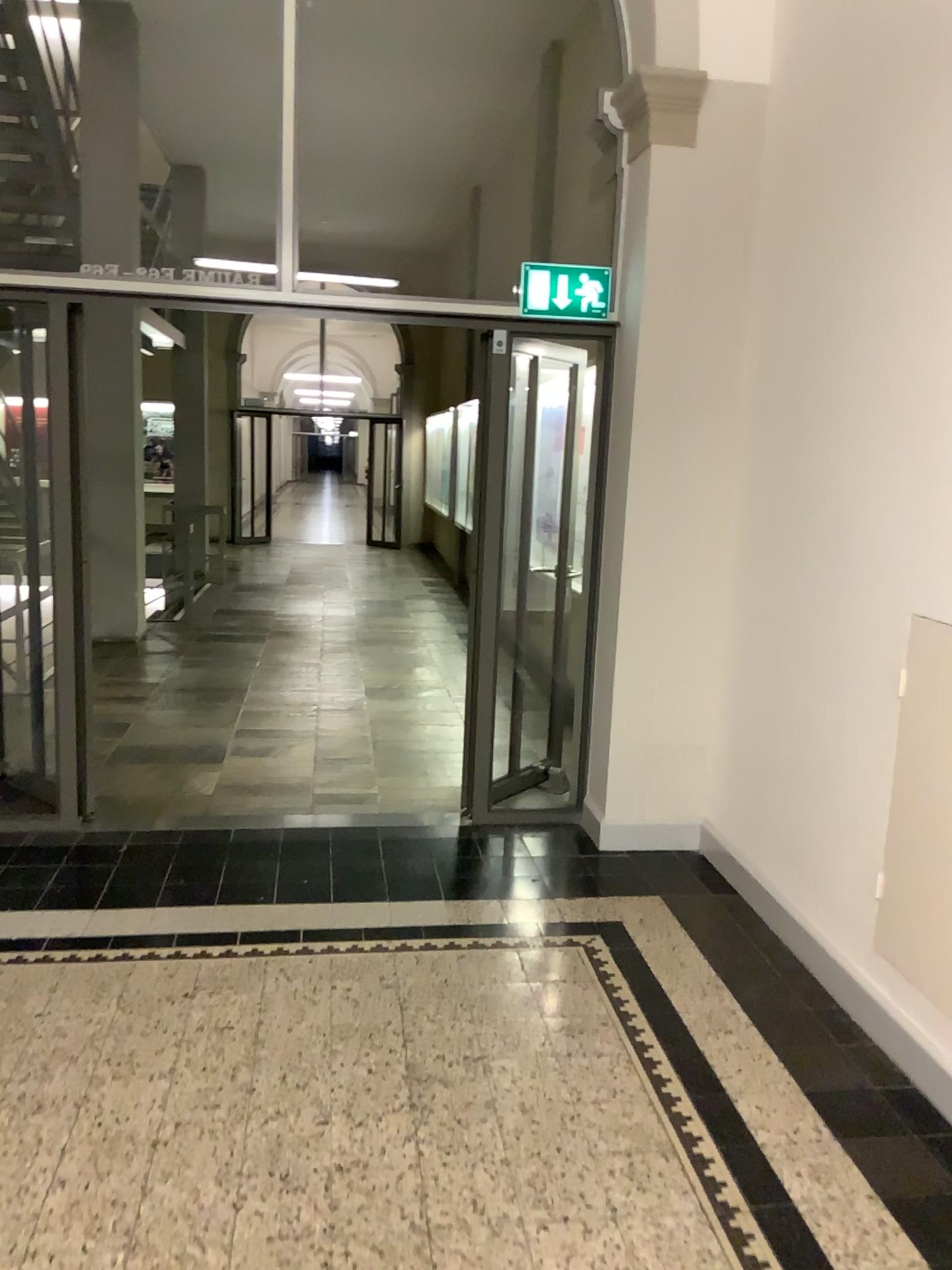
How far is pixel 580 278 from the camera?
4.25m

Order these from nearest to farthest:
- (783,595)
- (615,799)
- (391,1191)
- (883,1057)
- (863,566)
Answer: (391,1191)
(883,1057)
(863,566)
(783,595)
(615,799)

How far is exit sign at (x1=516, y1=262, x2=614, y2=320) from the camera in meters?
4.2 m
